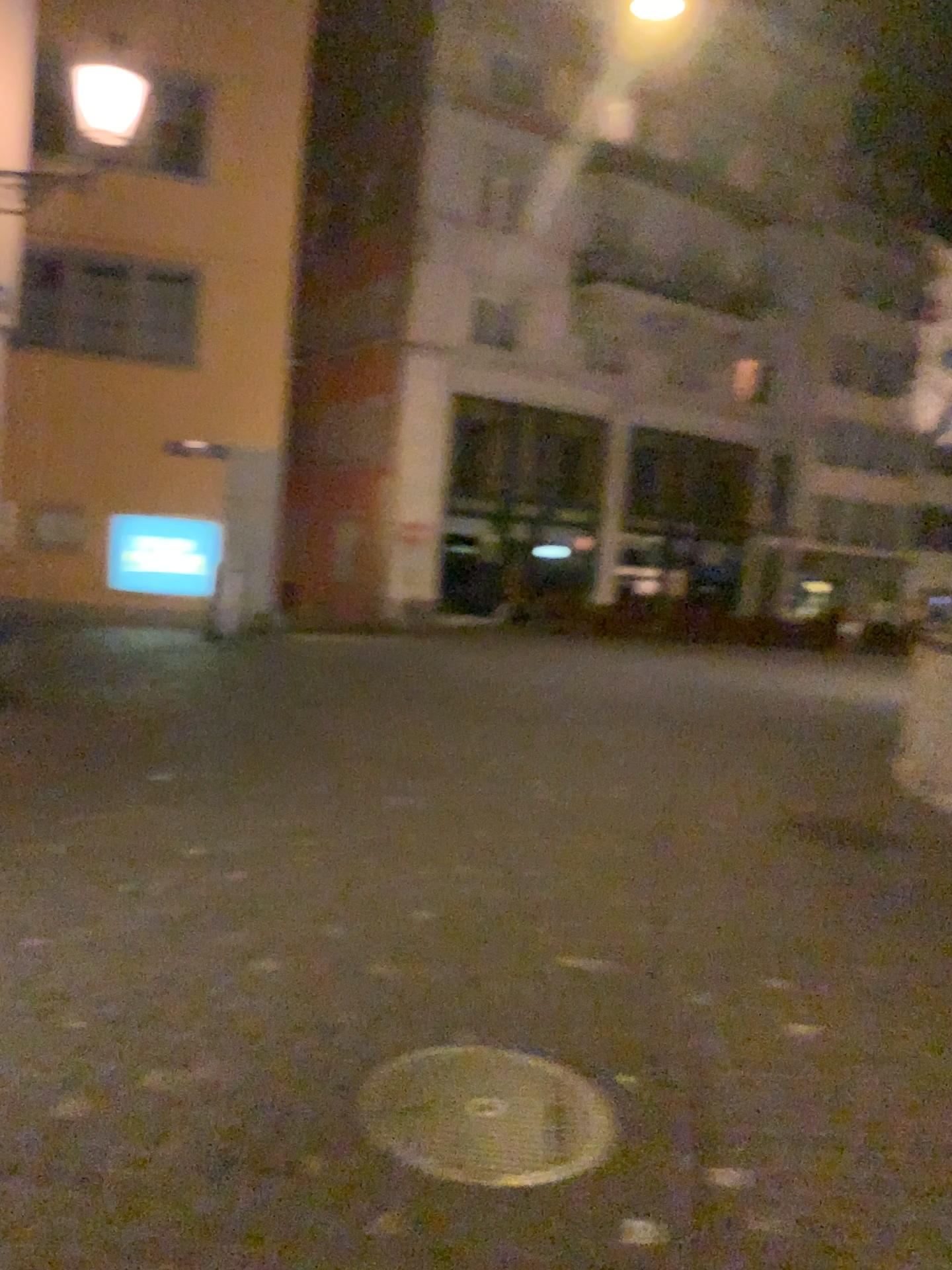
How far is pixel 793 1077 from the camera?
3.3 meters
